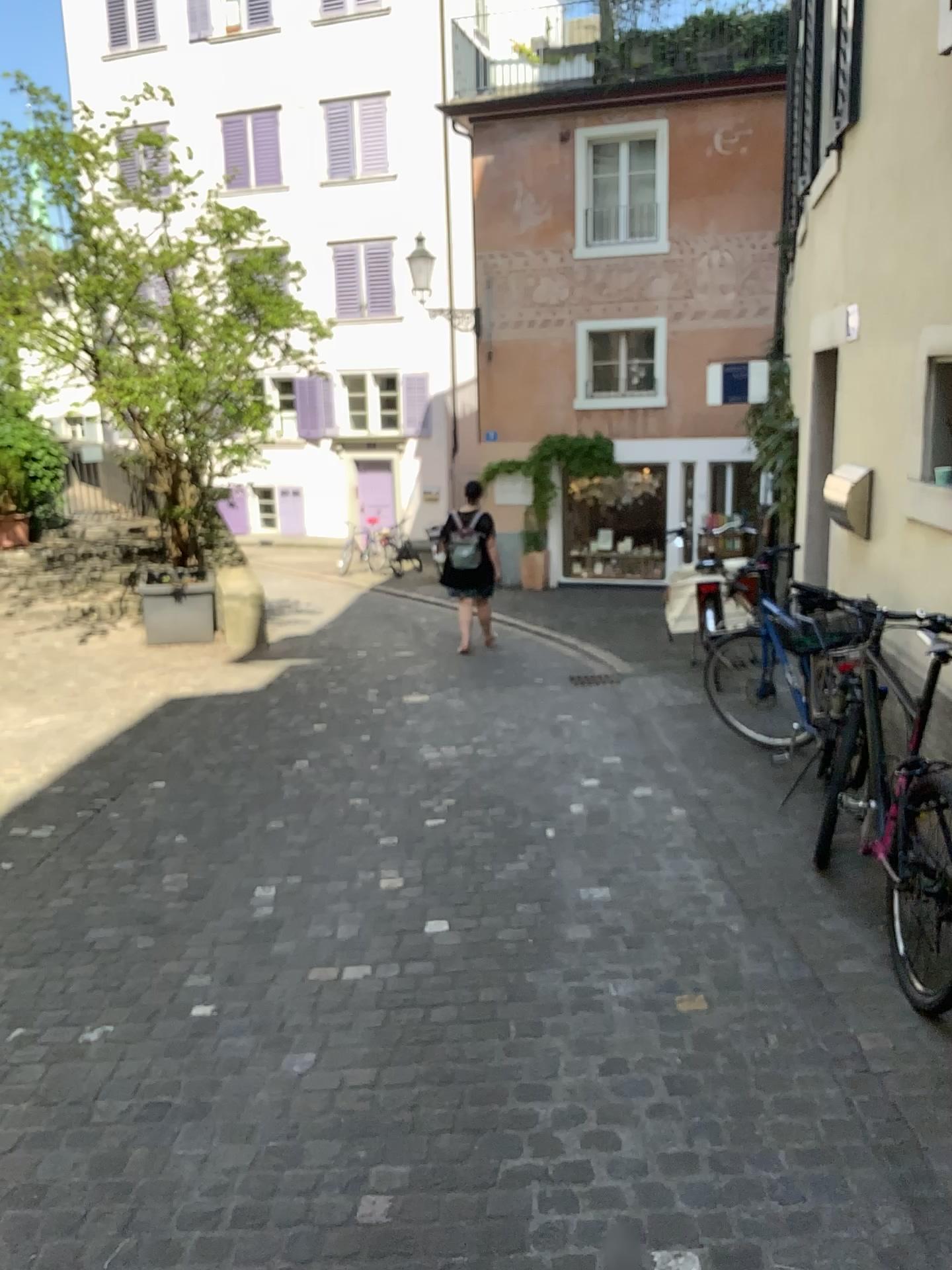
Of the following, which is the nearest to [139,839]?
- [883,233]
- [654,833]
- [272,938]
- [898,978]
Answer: [272,938]
